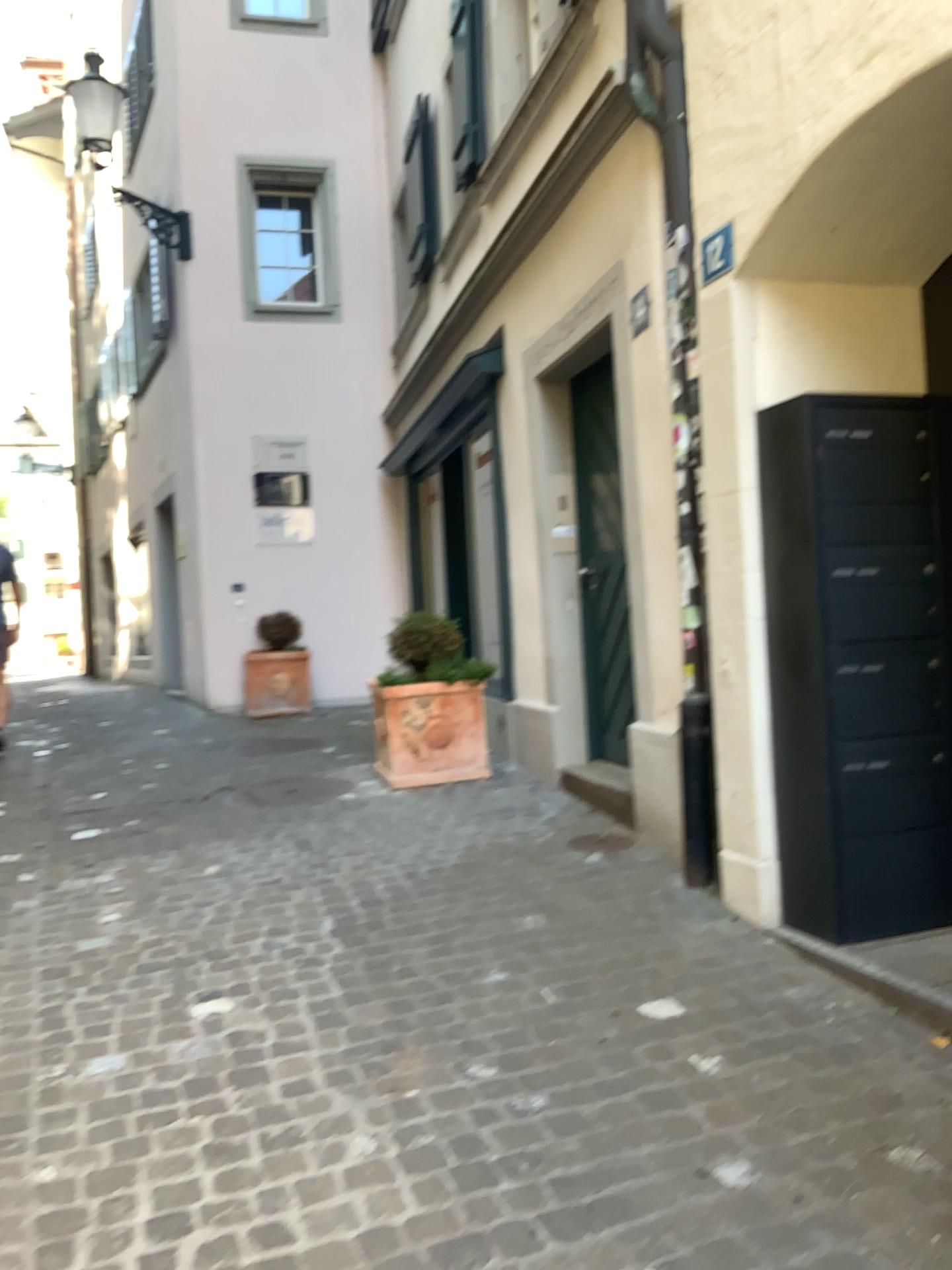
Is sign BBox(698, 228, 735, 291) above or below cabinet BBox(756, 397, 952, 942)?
above

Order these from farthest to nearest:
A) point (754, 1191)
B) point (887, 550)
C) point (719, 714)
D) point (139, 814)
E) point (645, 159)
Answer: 1. point (139, 814)
2. point (645, 159)
3. point (719, 714)
4. point (887, 550)
5. point (754, 1191)

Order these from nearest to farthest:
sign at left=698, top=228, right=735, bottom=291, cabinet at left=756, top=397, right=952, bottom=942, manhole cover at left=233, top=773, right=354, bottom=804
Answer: cabinet at left=756, top=397, right=952, bottom=942 → sign at left=698, top=228, right=735, bottom=291 → manhole cover at left=233, top=773, right=354, bottom=804

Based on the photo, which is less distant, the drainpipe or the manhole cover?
the drainpipe

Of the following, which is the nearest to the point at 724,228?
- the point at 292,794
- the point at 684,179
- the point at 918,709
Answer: the point at 684,179

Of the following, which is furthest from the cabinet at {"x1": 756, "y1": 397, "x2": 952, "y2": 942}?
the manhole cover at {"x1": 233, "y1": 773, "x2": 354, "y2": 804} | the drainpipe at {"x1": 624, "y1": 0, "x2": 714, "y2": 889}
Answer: the manhole cover at {"x1": 233, "y1": 773, "x2": 354, "y2": 804}

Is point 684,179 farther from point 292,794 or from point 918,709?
point 292,794

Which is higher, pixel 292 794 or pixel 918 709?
pixel 918 709

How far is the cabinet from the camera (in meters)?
3.23

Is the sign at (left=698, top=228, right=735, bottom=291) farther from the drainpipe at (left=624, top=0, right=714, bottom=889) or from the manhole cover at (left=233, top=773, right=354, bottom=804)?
the manhole cover at (left=233, top=773, right=354, bottom=804)
